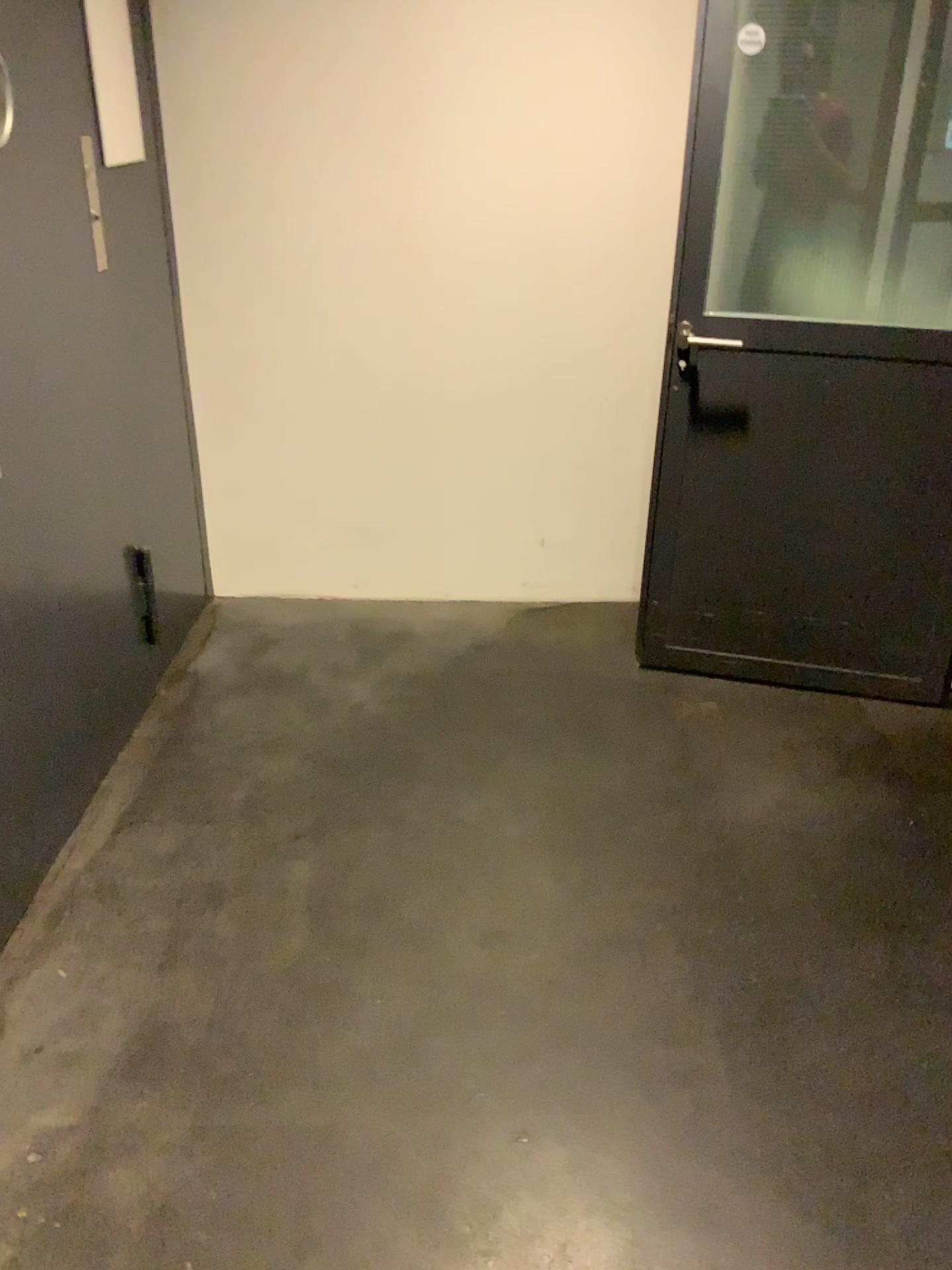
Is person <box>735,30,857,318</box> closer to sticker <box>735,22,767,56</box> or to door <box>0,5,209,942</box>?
sticker <box>735,22,767,56</box>

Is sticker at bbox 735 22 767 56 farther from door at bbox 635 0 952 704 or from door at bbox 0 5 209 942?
door at bbox 0 5 209 942

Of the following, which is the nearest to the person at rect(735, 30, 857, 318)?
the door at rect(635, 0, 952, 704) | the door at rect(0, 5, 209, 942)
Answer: the door at rect(635, 0, 952, 704)

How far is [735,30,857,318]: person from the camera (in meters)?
2.47

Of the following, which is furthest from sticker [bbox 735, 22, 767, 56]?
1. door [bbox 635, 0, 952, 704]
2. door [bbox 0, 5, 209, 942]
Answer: door [bbox 0, 5, 209, 942]

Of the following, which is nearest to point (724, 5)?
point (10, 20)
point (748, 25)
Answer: point (748, 25)

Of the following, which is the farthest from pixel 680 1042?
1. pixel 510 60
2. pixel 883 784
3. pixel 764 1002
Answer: pixel 510 60

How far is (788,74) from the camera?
2.5 meters

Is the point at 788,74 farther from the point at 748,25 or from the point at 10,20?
the point at 10,20
